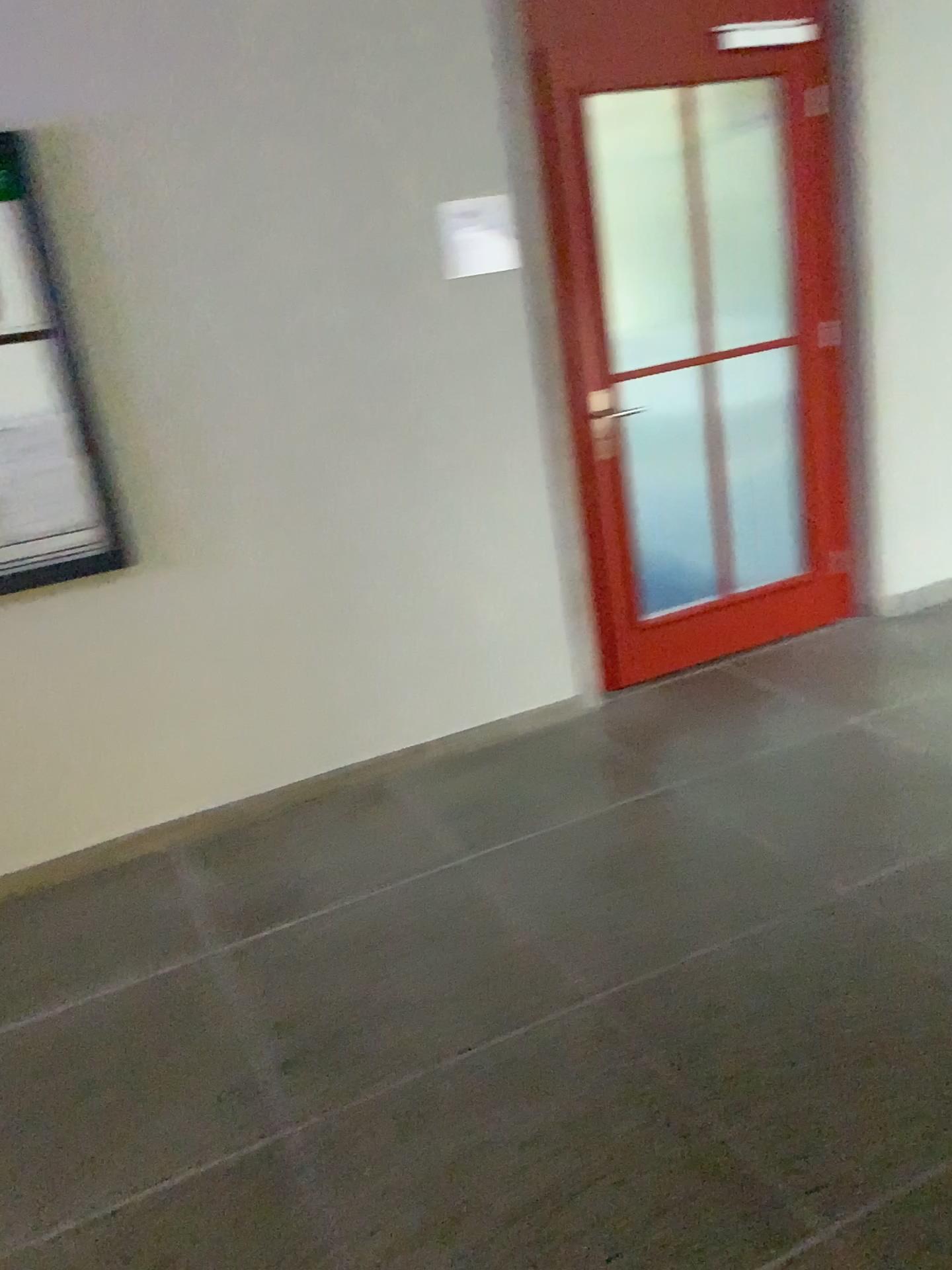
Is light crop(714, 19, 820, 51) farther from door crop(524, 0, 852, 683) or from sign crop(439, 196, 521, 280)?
sign crop(439, 196, 521, 280)

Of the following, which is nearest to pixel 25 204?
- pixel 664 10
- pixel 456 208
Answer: pixel 456 208

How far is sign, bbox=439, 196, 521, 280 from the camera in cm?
317

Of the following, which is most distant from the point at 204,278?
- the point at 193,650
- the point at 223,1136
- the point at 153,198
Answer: the point at 223,1136

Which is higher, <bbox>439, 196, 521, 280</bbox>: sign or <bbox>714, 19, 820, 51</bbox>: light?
<bbox>714, 19, 820, 51</bbox>: light

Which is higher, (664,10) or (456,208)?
(664,10)

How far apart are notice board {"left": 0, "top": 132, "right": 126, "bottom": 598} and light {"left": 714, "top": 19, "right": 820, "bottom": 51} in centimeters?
216cm

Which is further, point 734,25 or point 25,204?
point 734,25

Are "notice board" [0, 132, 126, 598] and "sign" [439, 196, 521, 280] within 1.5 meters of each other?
yes

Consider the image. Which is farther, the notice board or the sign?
the sign
